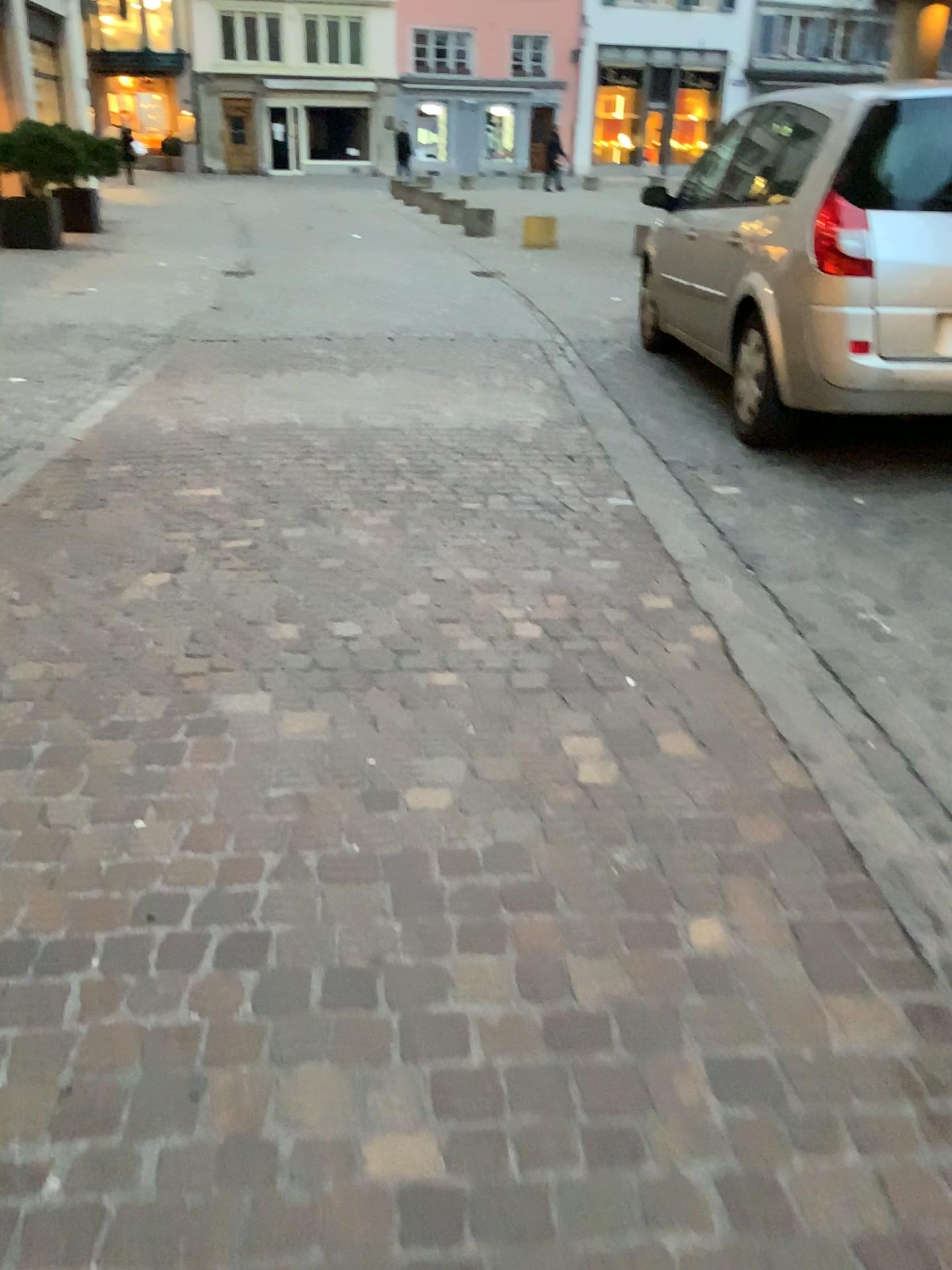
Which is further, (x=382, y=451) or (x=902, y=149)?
(x=382, y=451)
